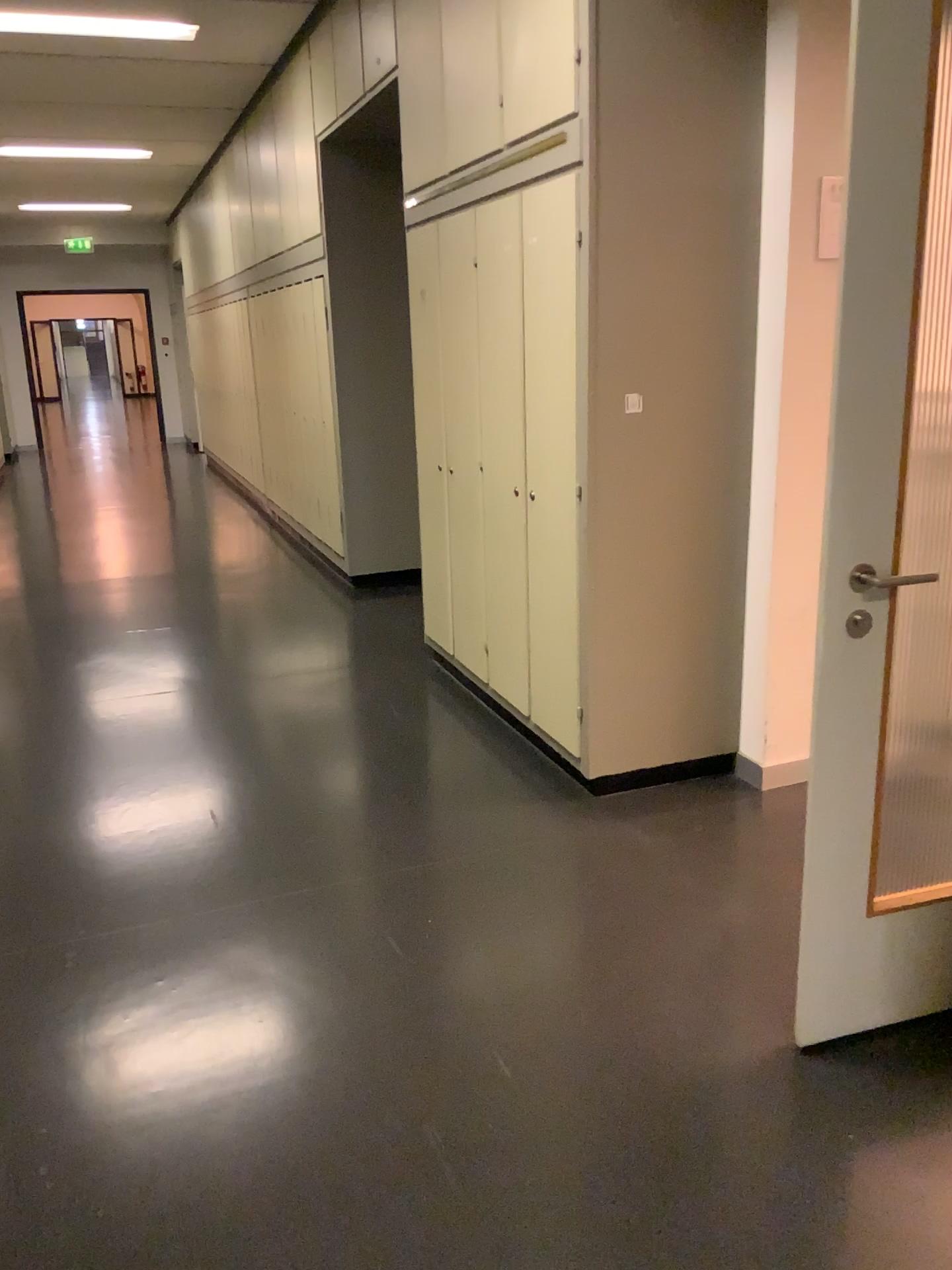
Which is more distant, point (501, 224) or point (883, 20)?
point (501, 224)

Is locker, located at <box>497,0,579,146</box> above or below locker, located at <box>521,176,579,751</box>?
above

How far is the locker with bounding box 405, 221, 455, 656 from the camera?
4.2 meters

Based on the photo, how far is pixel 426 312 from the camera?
4.2 meters

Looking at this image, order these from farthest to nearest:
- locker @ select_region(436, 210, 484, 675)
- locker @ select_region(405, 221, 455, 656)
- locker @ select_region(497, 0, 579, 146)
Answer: locker @ select_region(405, 221, 455, 656) → locker @ select_region(436, 210, 484, 675) → locker @ select_region(497, 0, 579, 146)

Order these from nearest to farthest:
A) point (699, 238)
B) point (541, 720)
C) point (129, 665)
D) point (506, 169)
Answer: point (699, 238) → point (506, 169) → point (541, 720) → point (129, 665)

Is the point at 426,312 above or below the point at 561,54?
below

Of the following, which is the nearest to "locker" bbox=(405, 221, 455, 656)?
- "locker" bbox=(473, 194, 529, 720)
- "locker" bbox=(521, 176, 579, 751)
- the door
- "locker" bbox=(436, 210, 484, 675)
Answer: "locker" bbox=(436, 210, 484, 675)

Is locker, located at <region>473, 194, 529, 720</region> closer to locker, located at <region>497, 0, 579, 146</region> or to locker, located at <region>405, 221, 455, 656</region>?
locker, located at <region>497, 0, 579, 146</region>

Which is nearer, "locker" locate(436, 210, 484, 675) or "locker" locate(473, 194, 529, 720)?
"locker" locate(473, 194, 529, 720)
